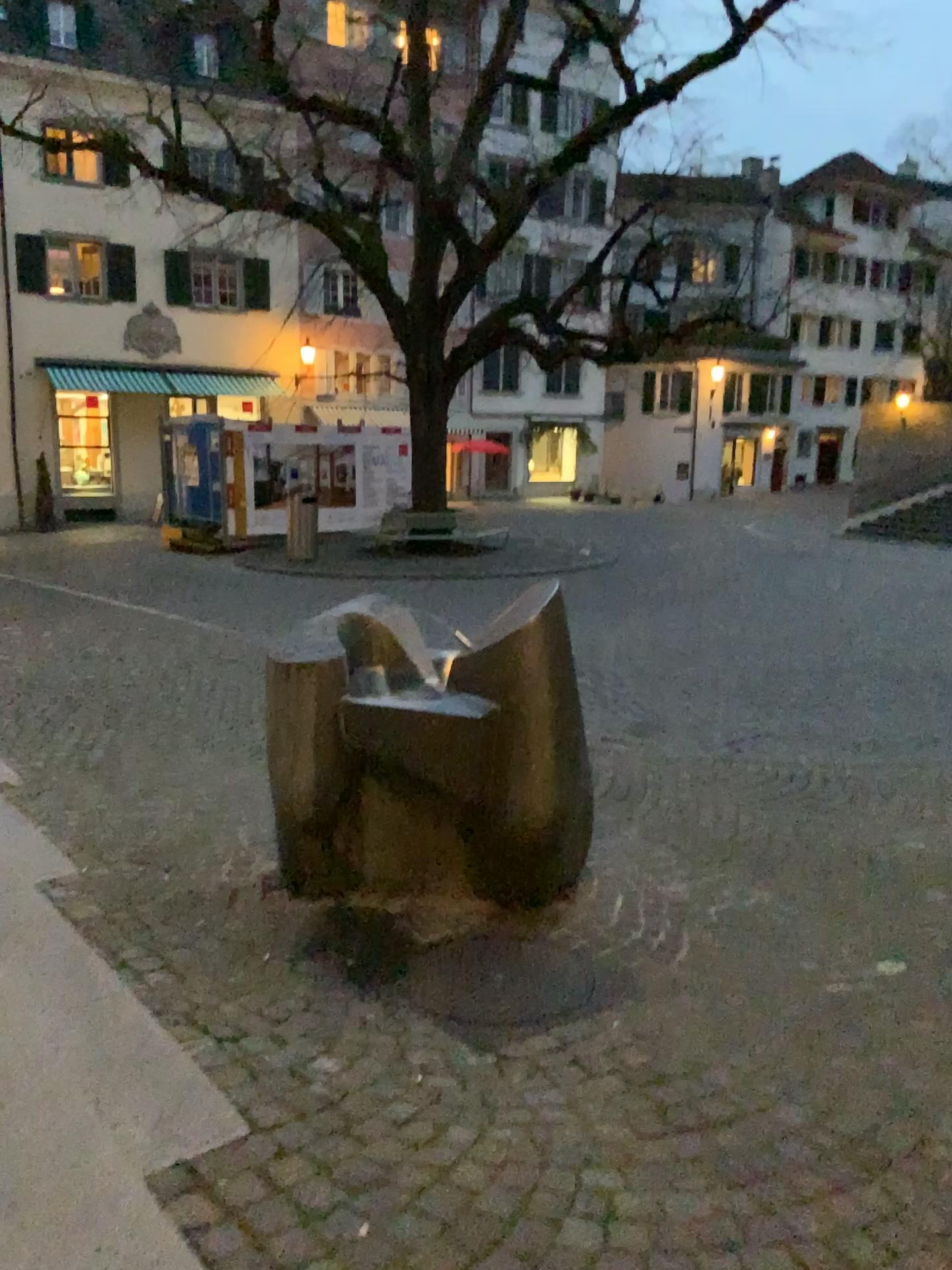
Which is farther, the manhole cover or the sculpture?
the sculpture

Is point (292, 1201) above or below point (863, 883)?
above

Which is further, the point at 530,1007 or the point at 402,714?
the point at 402,714

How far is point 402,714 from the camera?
3.66m

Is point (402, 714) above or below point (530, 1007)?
above

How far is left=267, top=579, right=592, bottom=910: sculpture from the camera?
3.7 meters
